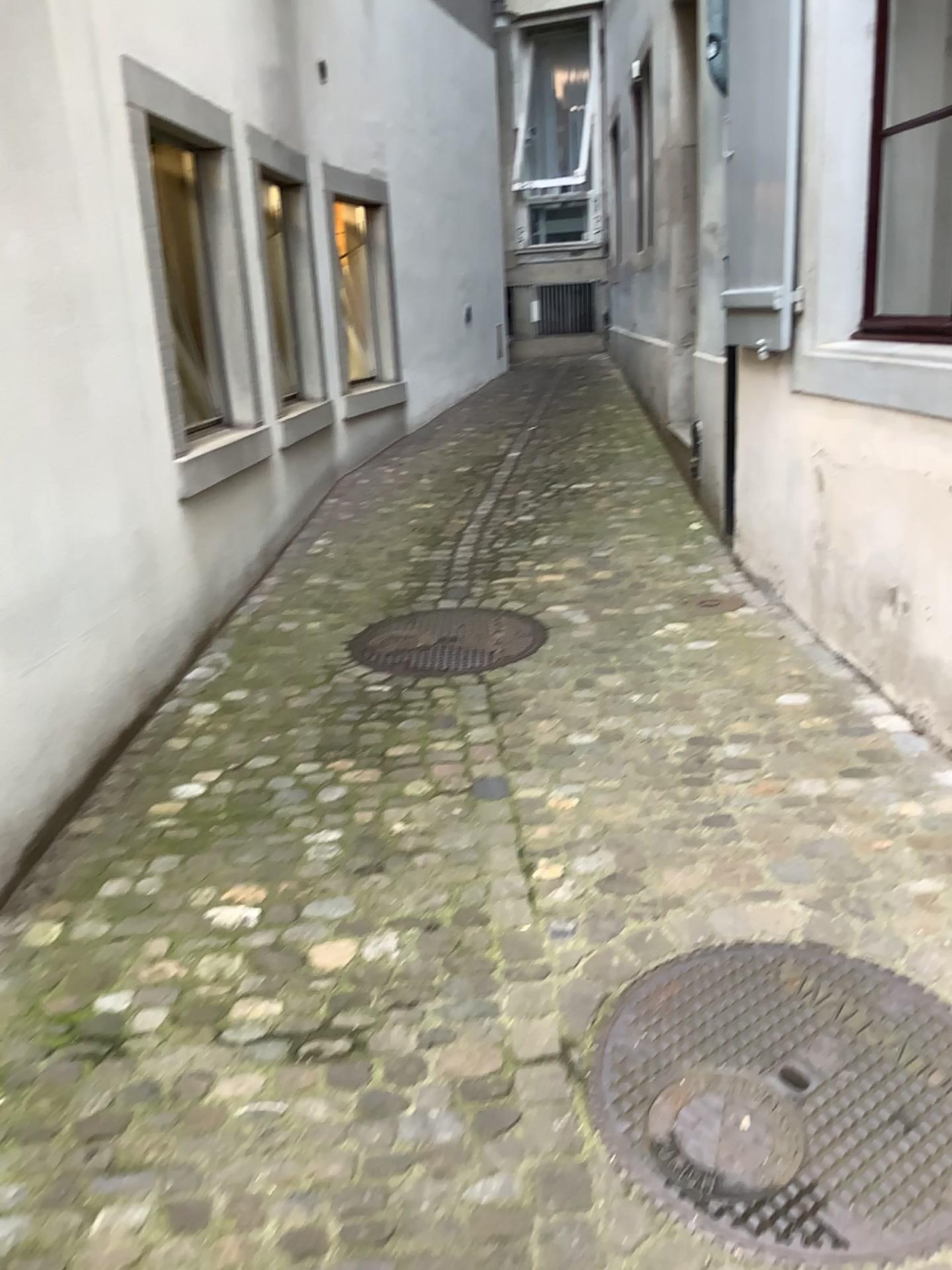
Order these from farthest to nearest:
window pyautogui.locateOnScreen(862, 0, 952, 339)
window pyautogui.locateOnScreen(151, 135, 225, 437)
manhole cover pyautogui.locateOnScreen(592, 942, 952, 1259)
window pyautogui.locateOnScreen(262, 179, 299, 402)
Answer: window pyautogui.locateOnScreen(262, 179, 299, 402), window pyautogui.locateOnScreen(151, 135, 225, 437), window pyautogui.locateOnScreen(862, 0, 952, 339), manhole cover pyautogui.locateOnScreen(592, 942, 952, 1259)

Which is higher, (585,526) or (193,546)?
(193,546)

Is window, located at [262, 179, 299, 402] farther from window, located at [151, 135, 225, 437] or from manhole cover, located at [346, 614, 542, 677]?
manhole cover, located at [346, 614, 542, 677]

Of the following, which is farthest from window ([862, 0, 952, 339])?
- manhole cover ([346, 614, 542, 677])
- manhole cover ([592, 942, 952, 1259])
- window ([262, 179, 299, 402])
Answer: window ([262, 179, 299, 402])

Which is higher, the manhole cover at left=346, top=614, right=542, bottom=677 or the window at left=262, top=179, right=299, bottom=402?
the window at left=262, top=179, right=299, bottom=402

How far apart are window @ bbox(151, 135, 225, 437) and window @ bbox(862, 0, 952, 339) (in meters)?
2.39

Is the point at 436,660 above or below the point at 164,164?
below

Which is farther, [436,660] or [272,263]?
[272,263]

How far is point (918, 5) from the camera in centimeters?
343cm

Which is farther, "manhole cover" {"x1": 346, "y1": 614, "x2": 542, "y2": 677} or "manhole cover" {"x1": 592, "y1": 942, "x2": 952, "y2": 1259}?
"manhole cover" {"x1": 346, "y1": 614, "x2": 542, "y2": 677}
